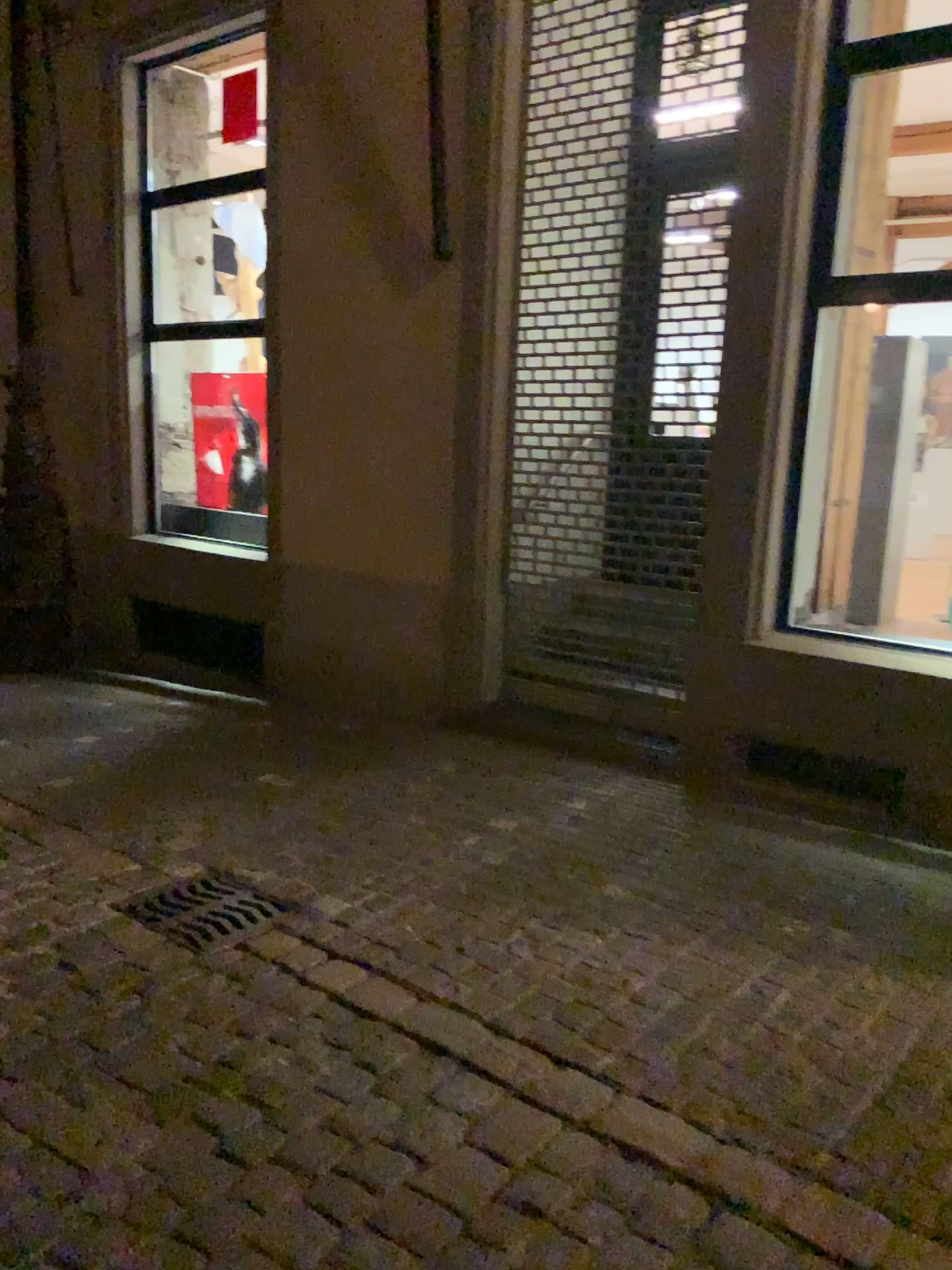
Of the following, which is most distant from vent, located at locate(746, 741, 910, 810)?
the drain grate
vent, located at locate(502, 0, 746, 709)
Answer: the drain grate

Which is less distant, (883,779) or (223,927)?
→ (223,927)

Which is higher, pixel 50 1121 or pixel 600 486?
pixel 600 486

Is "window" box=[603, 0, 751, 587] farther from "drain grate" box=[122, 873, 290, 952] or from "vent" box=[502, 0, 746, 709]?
"drain grate" box=[122, 873, 290, 952]

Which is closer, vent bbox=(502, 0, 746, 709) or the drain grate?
the drain grate

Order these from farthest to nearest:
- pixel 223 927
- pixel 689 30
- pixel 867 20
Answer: pixel 689 30 < pixel 867 20 < pixel 223 927

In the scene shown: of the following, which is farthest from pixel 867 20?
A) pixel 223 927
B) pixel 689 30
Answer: pixel 223 927

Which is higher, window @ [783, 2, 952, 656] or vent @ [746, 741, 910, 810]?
window @ [783, 2, 952, 656]

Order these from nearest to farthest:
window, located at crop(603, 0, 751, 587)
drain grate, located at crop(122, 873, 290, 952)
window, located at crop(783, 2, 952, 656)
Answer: drain grate, located at crop(122, 873, 290, 952), window, located at crop(783, 2, 952, 656), window, located at crop(603, 0, 751, 587)

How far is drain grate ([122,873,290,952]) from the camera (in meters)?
3.21
